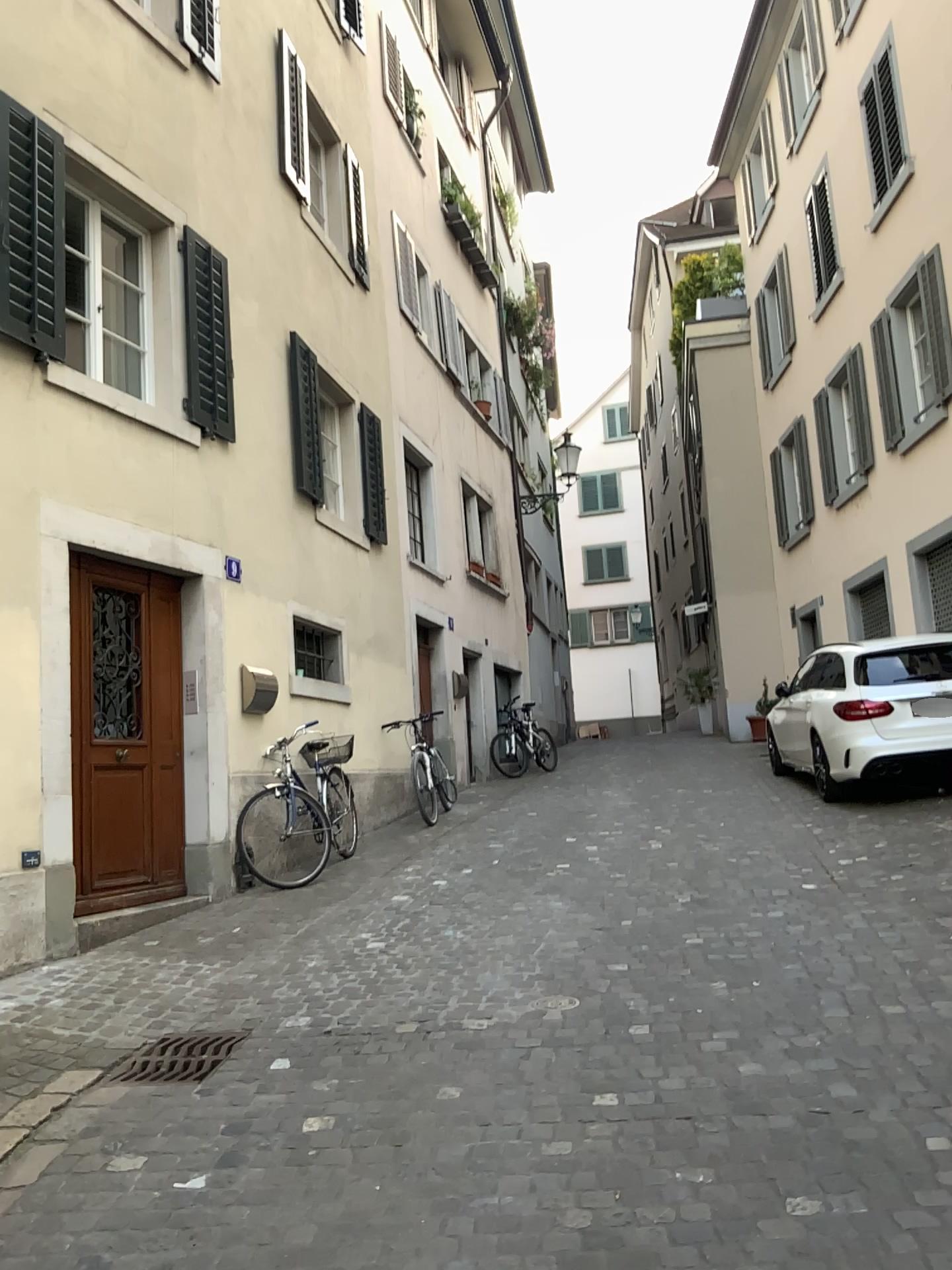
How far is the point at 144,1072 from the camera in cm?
383

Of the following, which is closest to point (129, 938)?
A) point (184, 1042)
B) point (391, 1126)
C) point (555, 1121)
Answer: point (184, 1042)

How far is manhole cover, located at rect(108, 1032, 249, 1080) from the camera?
3.8m
